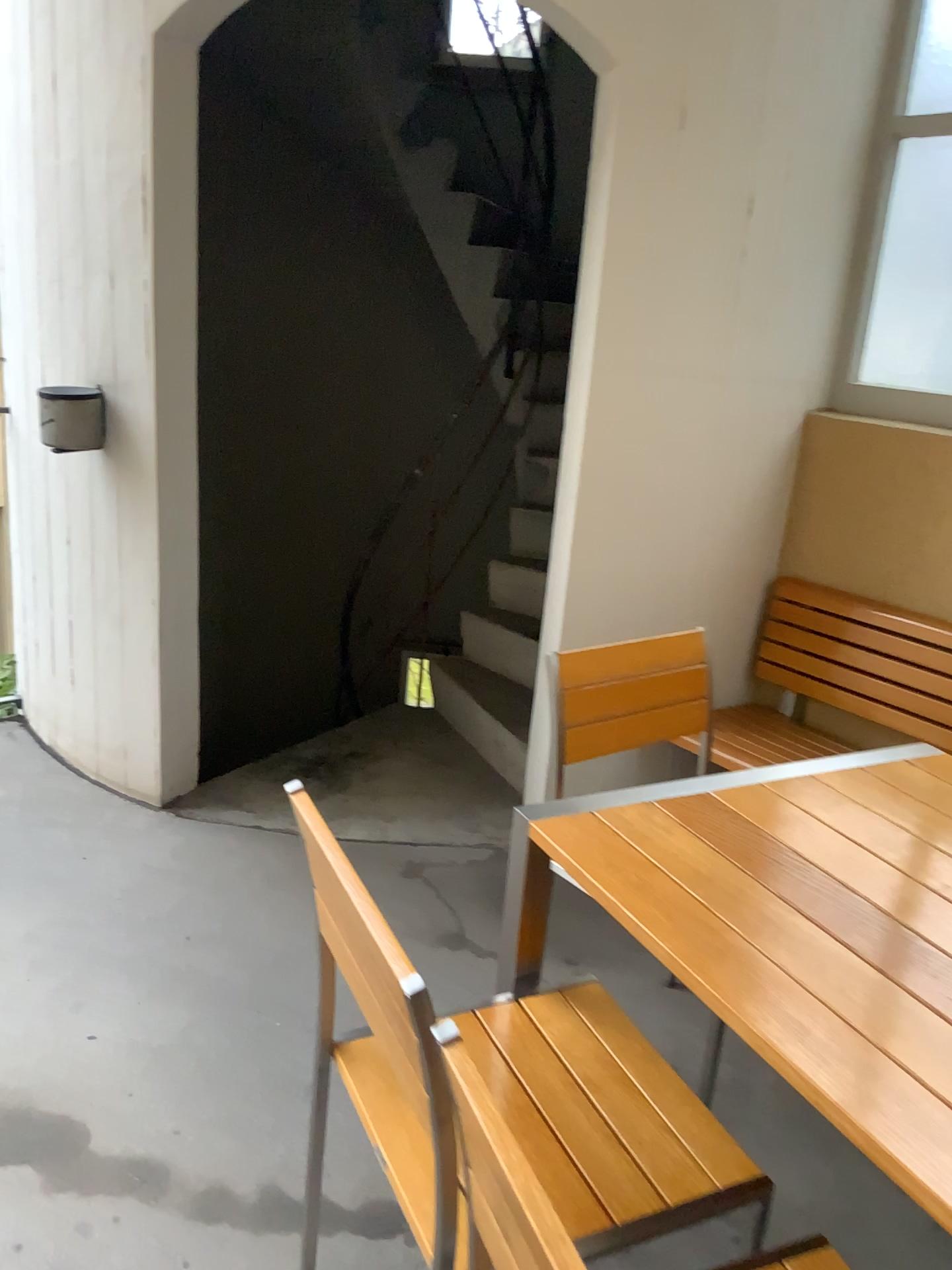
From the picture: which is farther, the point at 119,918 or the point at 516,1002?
the point at 119,918

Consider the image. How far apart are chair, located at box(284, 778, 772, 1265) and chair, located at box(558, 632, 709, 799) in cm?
46

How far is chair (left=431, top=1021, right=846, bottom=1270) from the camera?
0.8 meters

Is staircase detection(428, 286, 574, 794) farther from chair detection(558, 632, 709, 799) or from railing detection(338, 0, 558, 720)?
chair detection(558, 632, 709, 799)

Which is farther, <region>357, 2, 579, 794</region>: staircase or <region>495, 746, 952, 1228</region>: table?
<region>357, 2, 579, 794</region>: staircase

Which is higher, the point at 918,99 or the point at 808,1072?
the point at 918,99

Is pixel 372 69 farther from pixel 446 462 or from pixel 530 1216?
pixel 530 1216

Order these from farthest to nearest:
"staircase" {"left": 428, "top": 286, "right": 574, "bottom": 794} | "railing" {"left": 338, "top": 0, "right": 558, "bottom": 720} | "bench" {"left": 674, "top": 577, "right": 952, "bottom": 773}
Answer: "railing" {"left": 338, "top": 0, "right": 558, "bottom": 720} < "staircase" {"left": 428, "top": 286, "right": 574, "bottom": 794} < "bench" {"left": 674, "top": 577, "right": 952, "bottom": 773}

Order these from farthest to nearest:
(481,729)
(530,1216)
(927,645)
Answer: (481,729) → (927,645) → (530,1216)

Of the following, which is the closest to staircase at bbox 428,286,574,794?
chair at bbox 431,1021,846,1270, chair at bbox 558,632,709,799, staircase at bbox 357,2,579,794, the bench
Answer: staircase at bbox 357,2,579,794
